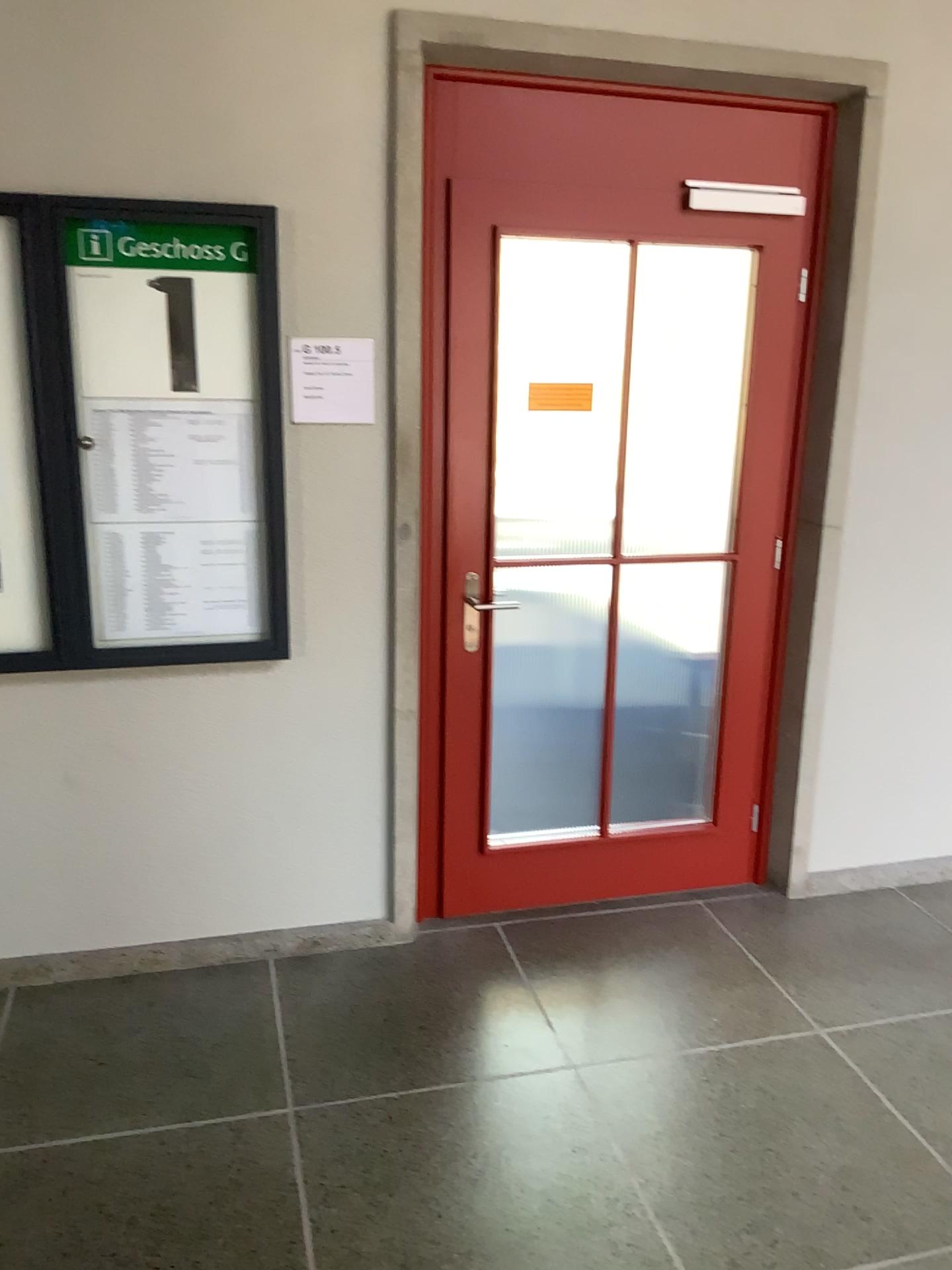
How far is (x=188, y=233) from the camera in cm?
254

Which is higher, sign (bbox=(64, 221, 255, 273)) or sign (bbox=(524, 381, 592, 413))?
sign (bbox=(64, 221, 255, 273))

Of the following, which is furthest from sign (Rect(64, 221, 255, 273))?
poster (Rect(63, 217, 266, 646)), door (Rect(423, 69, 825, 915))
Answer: door (Rect(423, 69, 825, 915))

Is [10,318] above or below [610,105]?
below

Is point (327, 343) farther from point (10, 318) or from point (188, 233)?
point (10, 318)

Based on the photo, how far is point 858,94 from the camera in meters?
2.9 m

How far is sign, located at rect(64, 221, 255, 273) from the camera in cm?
248

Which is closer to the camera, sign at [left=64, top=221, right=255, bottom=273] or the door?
sign at [left=64, top=221, right=255, bottom=273]

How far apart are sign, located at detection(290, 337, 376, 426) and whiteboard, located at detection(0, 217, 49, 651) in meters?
0.6 m

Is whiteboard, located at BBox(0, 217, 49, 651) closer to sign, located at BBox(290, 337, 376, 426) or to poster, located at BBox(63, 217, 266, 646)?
poster, located at BBox(63, 217, 266, 646)
